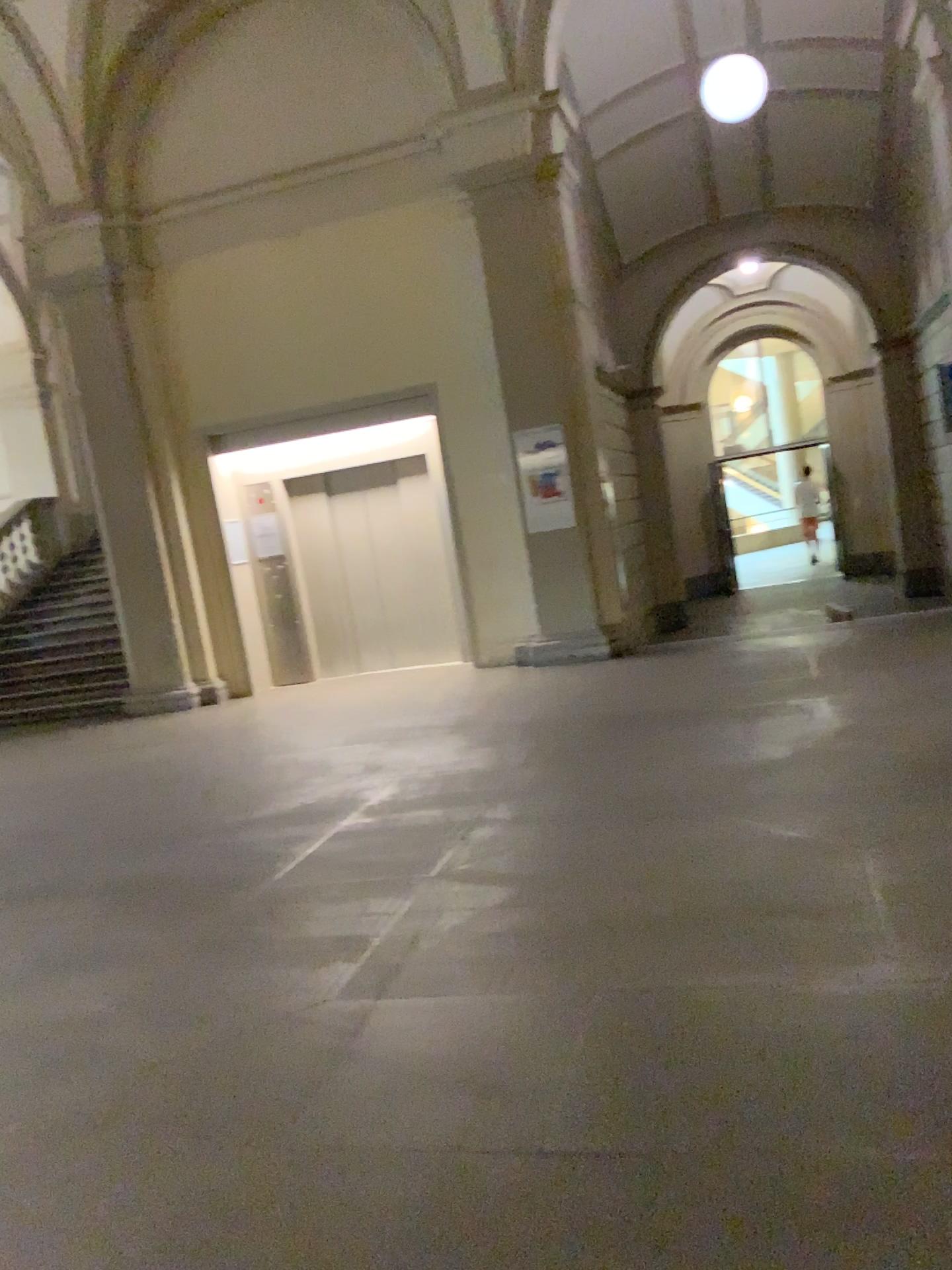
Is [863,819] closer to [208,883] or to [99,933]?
[208,883]
